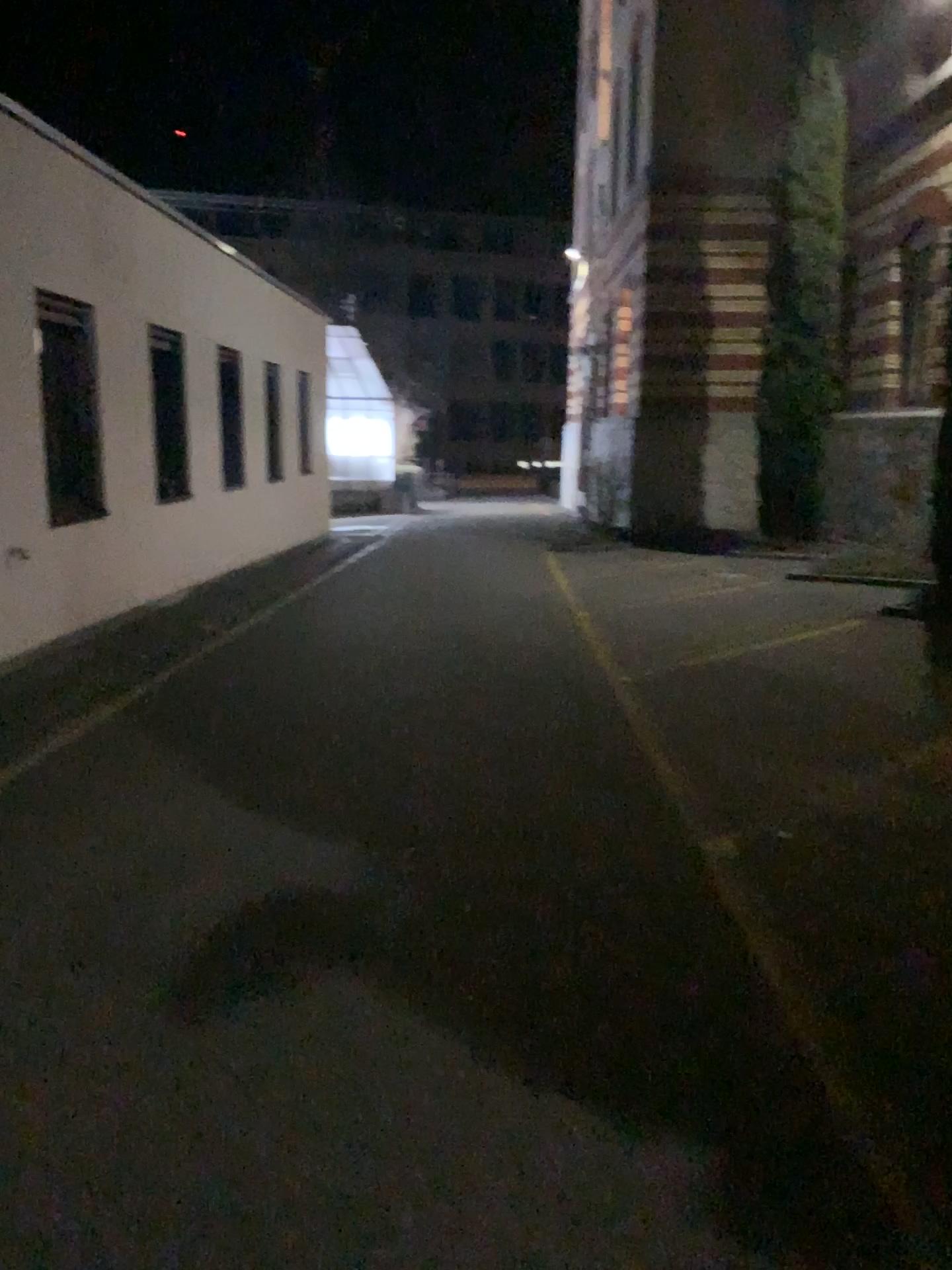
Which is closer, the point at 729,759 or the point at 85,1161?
the point at 85,1161
